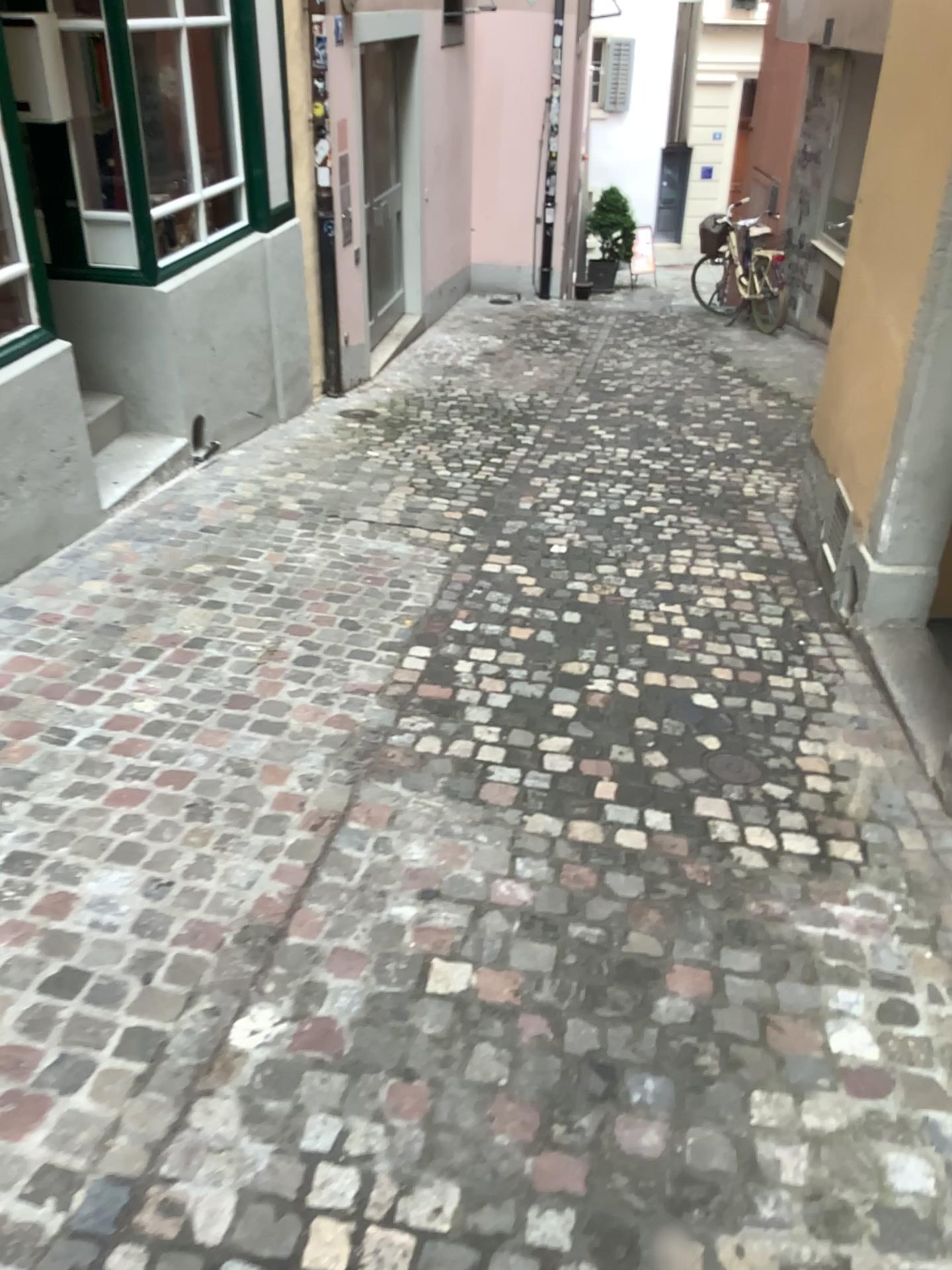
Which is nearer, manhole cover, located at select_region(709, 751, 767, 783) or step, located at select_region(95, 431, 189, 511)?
manhole cover, located at select_region(709, 751, 767, 783)

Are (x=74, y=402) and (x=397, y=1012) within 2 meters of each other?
no

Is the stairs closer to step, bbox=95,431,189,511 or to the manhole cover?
step, bbox=95,431,189,511

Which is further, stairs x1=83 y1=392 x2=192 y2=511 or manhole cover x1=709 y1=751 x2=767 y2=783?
stairs x1=83 y1=392 x2=192 y2=511

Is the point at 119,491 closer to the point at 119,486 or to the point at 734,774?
the point at 119,486

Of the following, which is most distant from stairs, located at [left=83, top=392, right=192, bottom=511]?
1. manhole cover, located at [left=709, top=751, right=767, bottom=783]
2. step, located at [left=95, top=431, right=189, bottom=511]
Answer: manhole cover, located at [left=709, top=751, right=767, bottom=783]

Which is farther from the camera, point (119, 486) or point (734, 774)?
point (119, 486)

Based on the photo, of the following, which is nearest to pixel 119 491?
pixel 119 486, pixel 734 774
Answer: pixel 119 486
